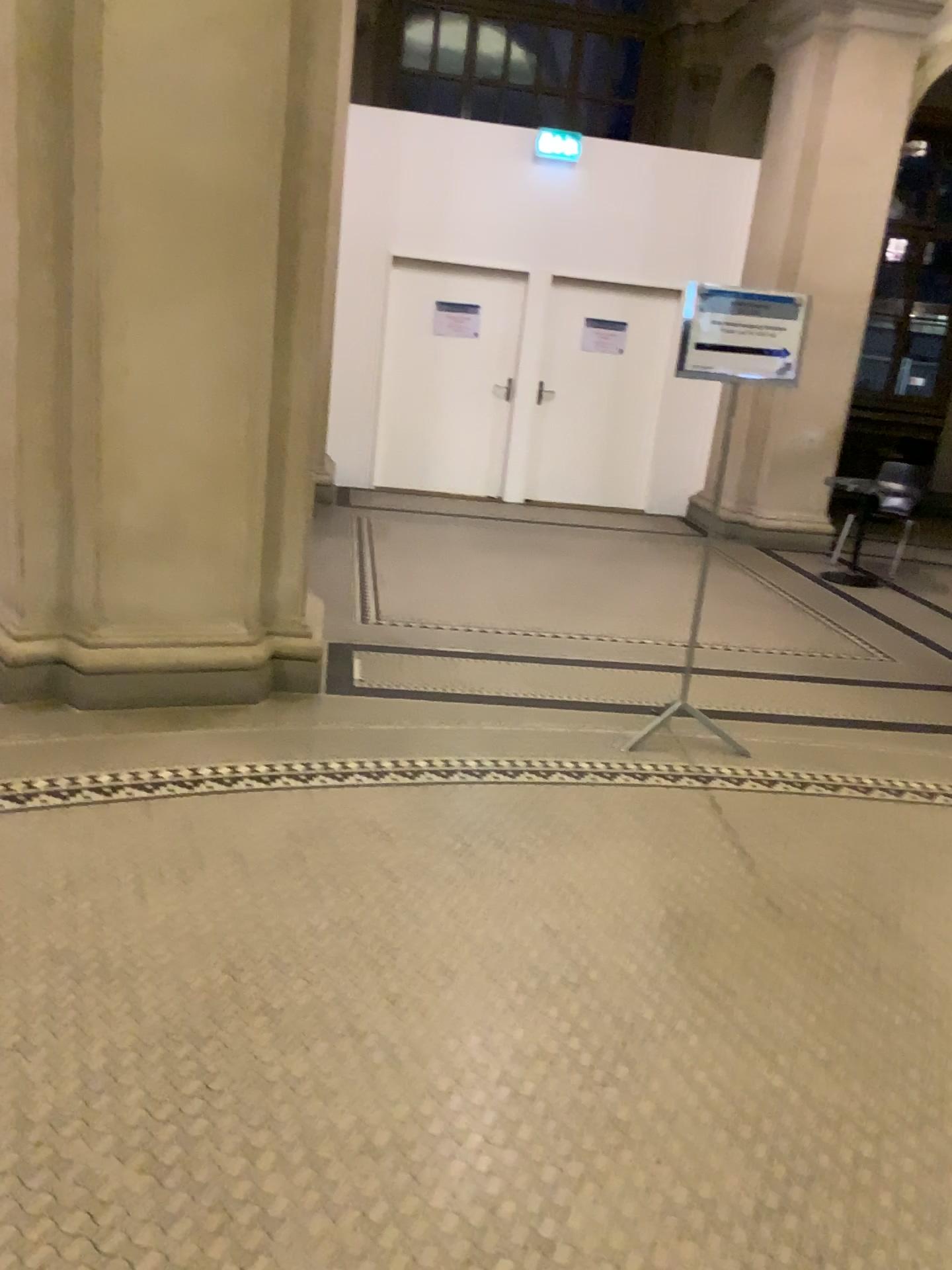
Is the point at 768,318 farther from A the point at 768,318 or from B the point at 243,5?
B the point at 243,5

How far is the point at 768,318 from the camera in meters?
3.8

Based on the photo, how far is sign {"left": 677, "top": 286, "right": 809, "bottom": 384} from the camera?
3.8 meters

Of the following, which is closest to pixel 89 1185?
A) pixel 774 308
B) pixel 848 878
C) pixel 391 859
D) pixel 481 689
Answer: pixel 391 859

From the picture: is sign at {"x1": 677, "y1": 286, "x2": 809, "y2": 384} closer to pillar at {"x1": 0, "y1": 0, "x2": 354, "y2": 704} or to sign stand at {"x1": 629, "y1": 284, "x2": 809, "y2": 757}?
sign stand at {"x1": 629, "y1": 284, "x2": 809, "y2": 757}

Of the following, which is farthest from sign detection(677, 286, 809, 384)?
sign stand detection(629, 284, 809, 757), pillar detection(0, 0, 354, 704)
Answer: pillar detection(0, 0, 354, 704)

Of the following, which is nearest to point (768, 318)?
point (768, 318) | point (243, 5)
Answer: point (768, 318)
